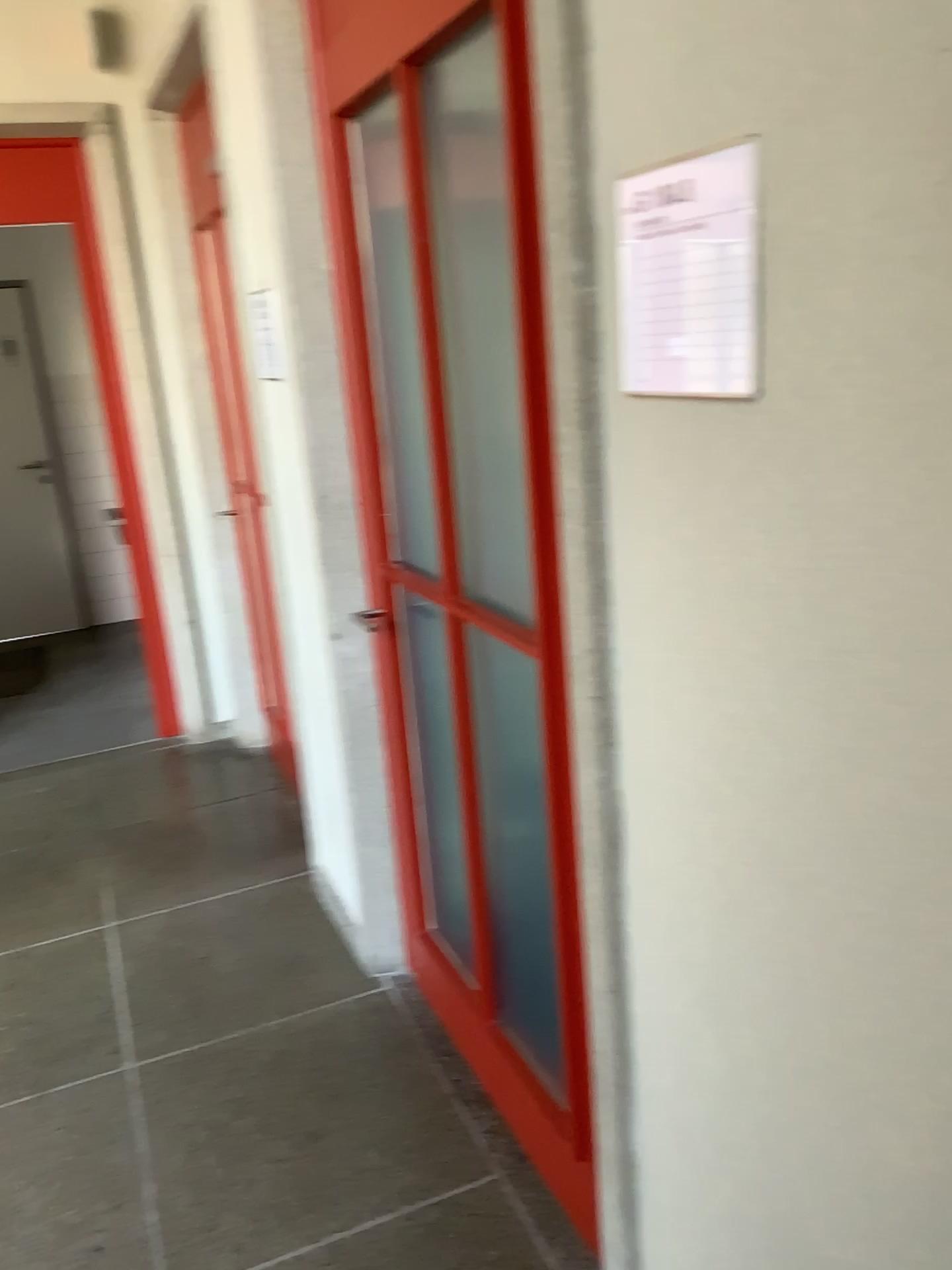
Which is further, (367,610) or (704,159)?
(367,610)

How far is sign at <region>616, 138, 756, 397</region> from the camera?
0.9 meters

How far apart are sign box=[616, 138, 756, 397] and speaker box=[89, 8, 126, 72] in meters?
3.5

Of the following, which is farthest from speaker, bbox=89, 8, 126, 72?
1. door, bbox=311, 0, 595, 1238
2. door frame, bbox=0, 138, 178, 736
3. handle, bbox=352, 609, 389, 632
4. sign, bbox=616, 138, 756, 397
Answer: sign, bbox=616, 138, 756, 397

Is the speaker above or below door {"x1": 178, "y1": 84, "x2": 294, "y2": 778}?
above

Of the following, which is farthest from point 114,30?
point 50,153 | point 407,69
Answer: point 407,69

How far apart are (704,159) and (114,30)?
3.6 meters

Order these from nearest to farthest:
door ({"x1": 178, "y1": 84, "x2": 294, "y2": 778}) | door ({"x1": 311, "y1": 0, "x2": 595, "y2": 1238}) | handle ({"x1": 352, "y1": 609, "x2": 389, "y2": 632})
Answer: door ({"x1": 311, "y1": 0, "x2": 595, "y2": 1238}) < handle ({"x1": 352, "y1": 609, "x2": 389, "y2": 632}) < door ({"x1": 178, "y1": 84, "x2": 294, "y2": 778})

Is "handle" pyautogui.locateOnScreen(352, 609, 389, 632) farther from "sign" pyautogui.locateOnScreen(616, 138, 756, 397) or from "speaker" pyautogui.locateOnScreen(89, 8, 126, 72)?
"speaker" pyautogui.locateOnScreen(89, 8, 126, 72)

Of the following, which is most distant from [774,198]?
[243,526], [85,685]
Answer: [85,685]
